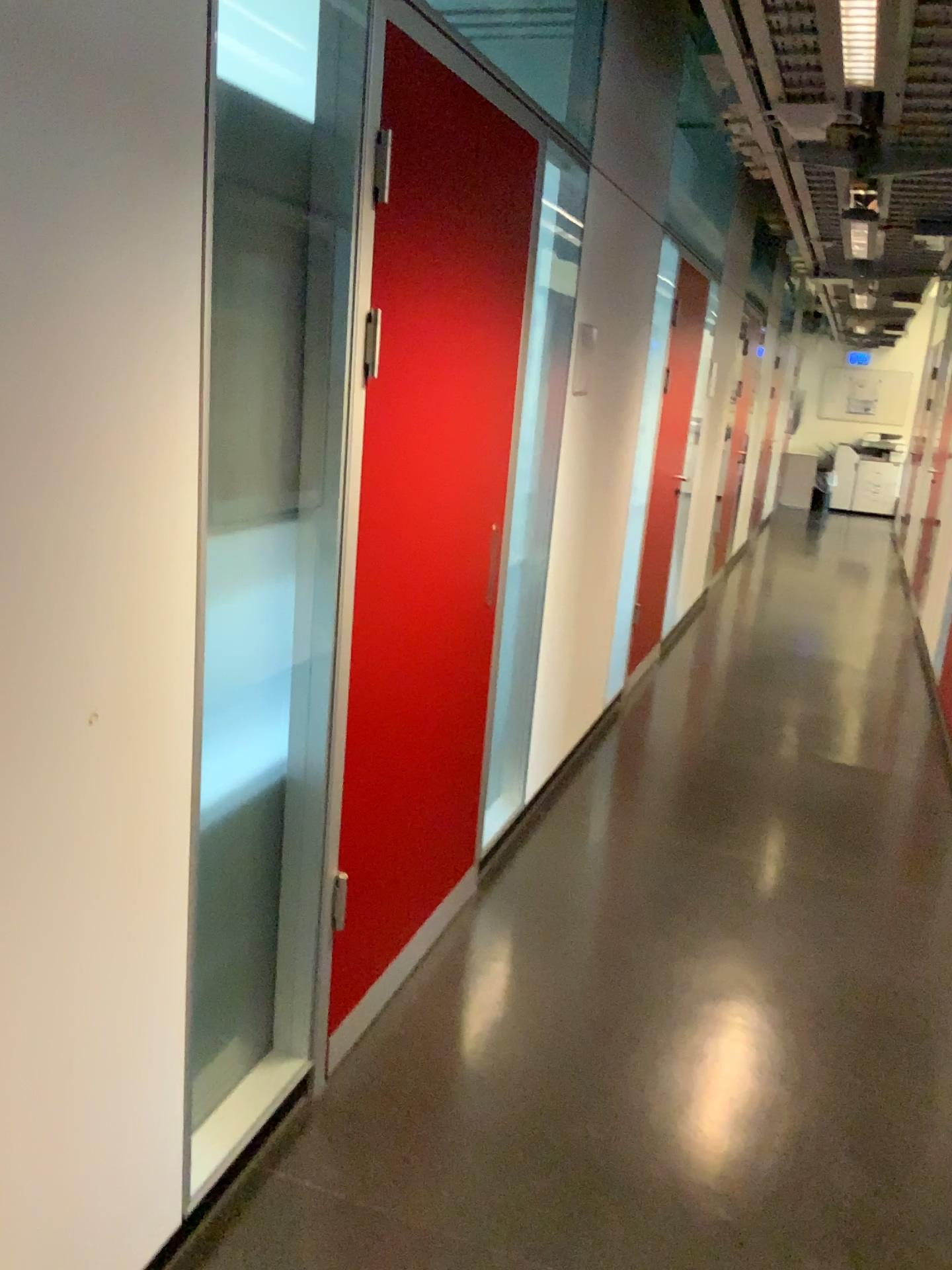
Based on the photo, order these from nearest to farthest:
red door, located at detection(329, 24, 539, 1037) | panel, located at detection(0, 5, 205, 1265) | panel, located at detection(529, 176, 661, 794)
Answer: panel, located at detection(0, 5, 205, 1265) → red door, located at detection(329, 24, 539, 1037) → panel, located at detection(529, 176, 661, 794)

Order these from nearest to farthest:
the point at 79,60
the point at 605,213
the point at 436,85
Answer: the point at 79,60, the point at 436,85, the point at 605,213

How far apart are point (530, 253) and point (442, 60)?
0.8 meters

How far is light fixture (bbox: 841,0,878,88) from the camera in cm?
225

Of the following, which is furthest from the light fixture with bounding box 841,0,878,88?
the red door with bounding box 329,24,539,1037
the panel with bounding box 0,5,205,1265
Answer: the panel with bounding box 0,5,205,1265

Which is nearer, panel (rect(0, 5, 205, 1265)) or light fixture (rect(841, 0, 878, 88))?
panel (rect(0, 5, 205, 1265))

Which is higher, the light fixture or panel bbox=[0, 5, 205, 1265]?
the light fixture

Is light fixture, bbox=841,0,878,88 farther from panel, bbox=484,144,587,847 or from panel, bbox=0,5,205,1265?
panel, bbox=0,5,205,1265

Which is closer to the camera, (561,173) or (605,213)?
(561,173)

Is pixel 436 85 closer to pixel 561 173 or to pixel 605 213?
pixel 561 173
